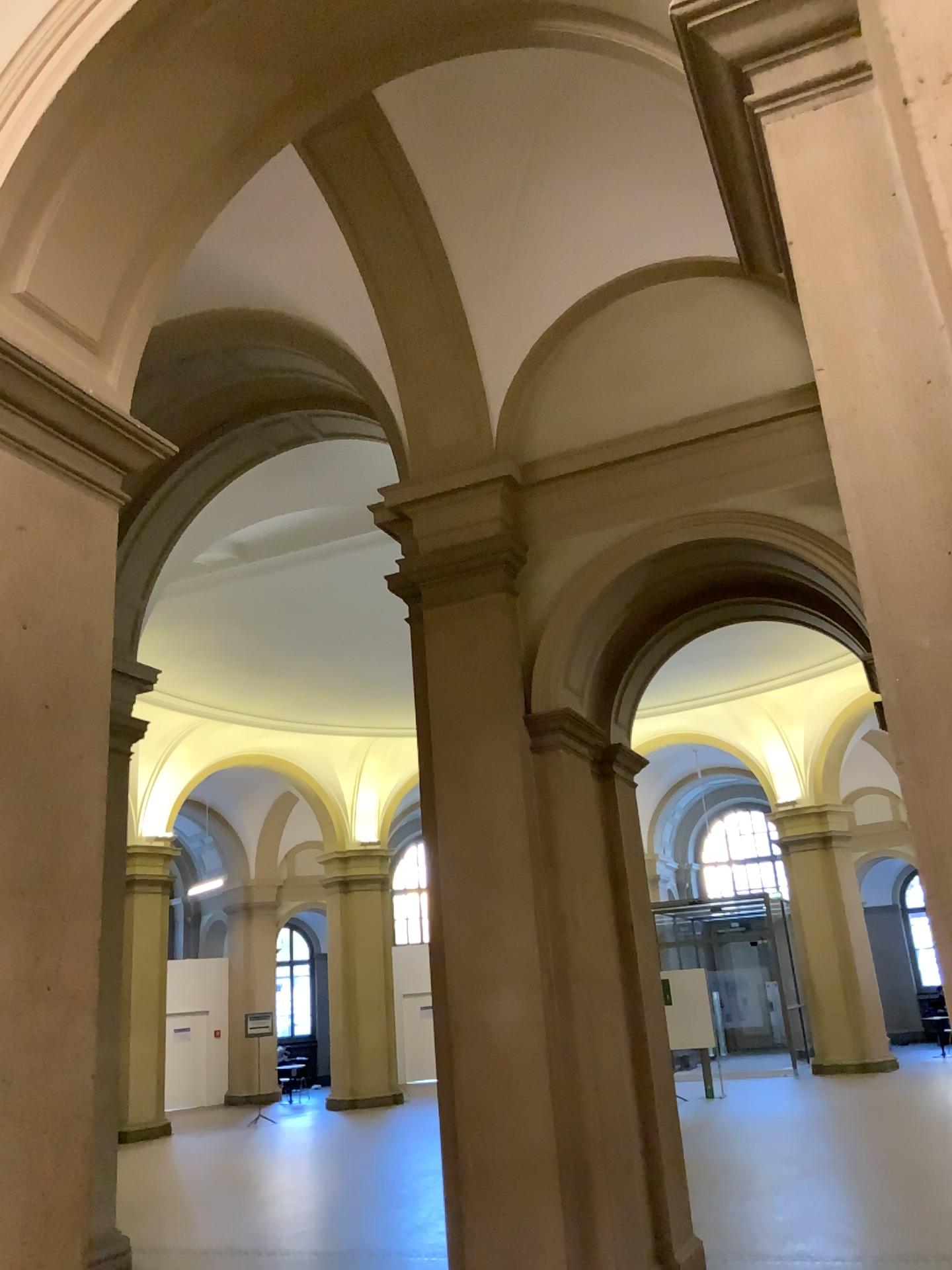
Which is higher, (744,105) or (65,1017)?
(744,105)
